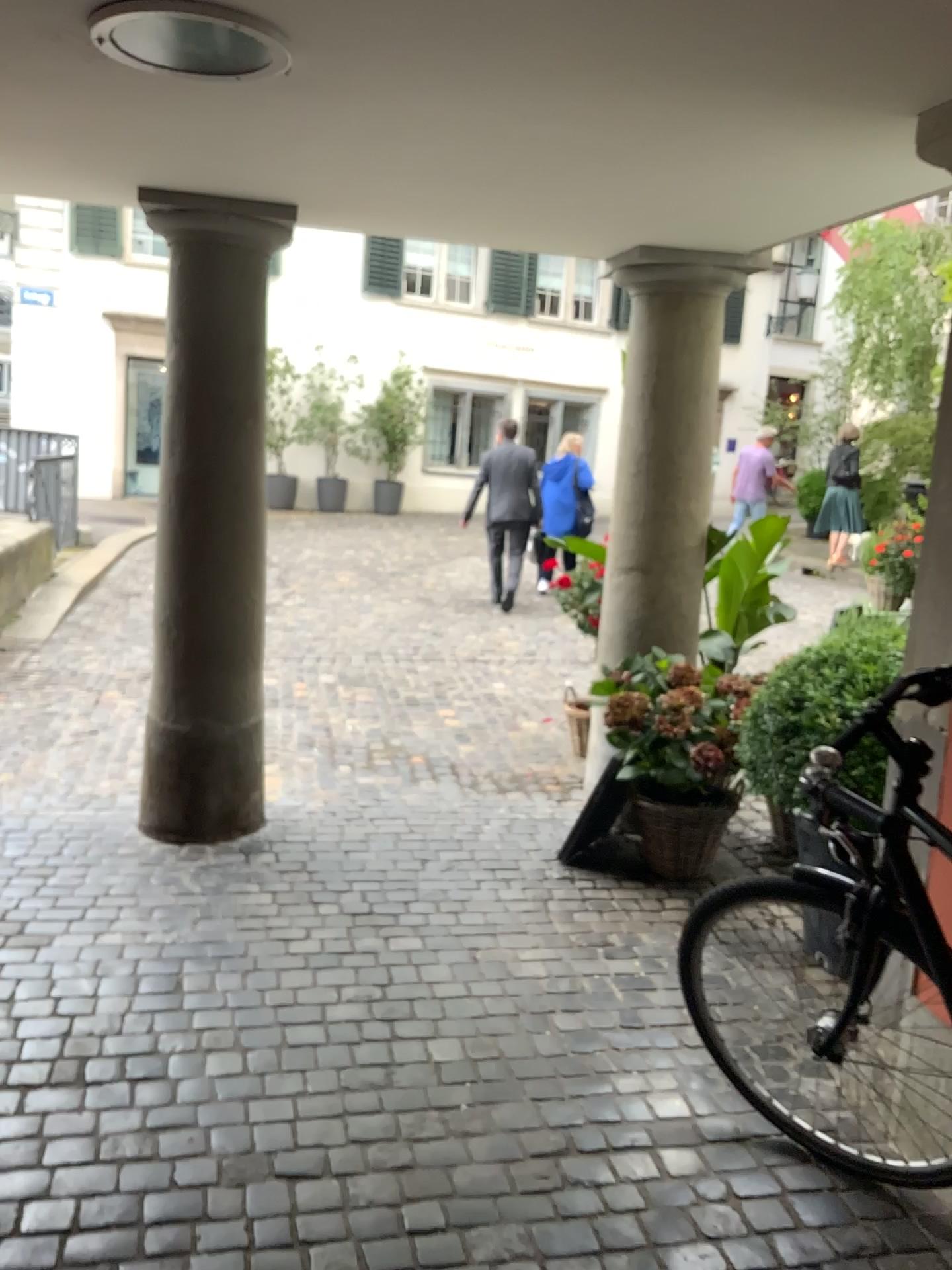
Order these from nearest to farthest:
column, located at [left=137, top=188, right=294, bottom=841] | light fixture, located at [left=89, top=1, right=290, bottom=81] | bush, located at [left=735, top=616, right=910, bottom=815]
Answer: light fixture, located at [left=89, top=1, right=290, bottom=81], bush, located at [left=735, top=616, right=910, bottom=815], column, located at [left=137, top=188, right=294, bottom=841]

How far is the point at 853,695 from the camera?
2.86m

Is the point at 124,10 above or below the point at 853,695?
above

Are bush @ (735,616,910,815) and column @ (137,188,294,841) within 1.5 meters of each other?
no

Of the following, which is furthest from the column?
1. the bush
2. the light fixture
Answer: the bush

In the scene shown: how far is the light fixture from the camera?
1.8m

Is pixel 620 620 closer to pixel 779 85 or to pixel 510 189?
pixel 510 189

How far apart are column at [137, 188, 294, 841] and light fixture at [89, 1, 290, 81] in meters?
1.2 m

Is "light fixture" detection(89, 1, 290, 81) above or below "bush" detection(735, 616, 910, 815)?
above

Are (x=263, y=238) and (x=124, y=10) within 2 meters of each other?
yes
